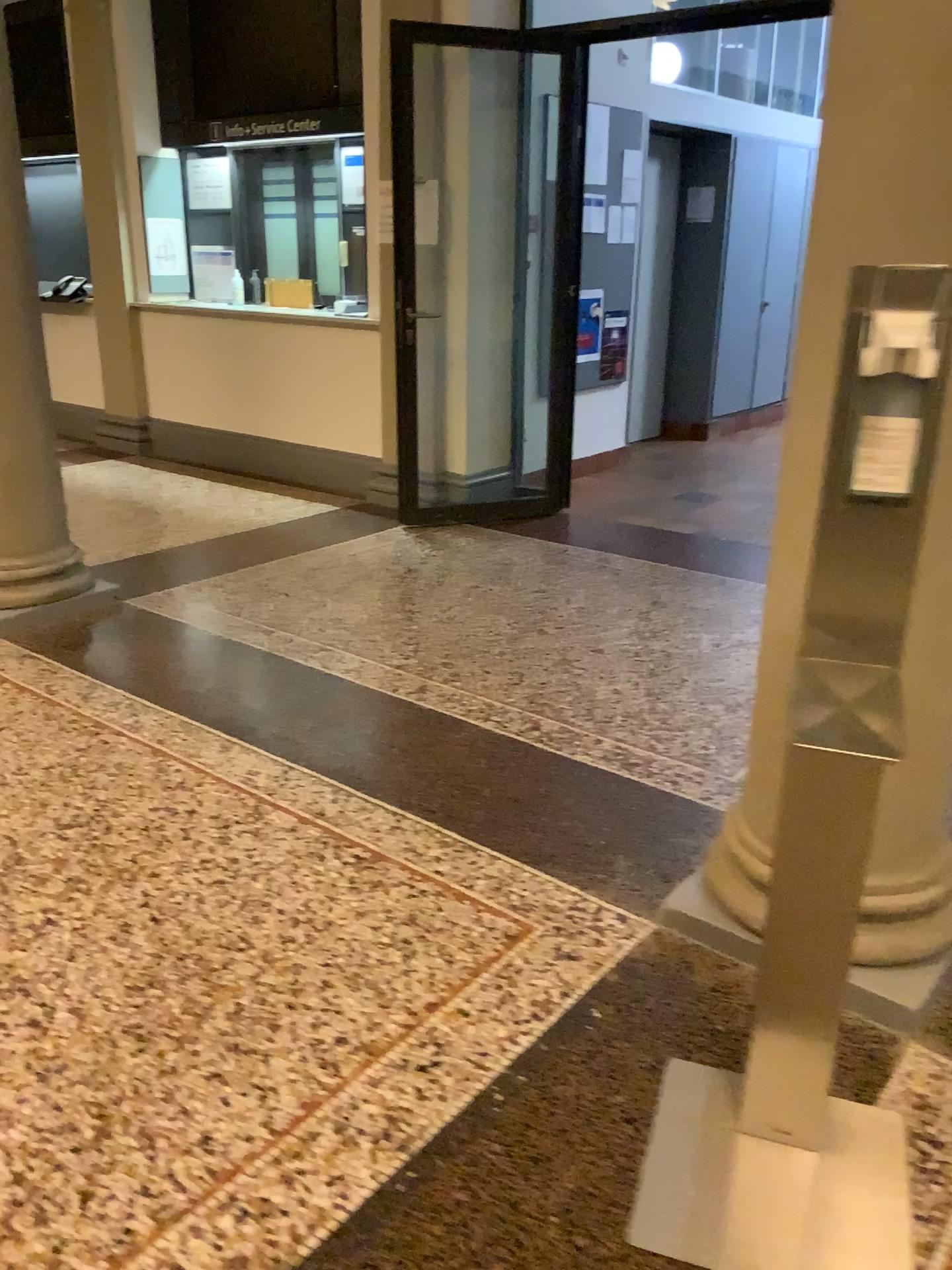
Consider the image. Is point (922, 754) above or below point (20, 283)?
below

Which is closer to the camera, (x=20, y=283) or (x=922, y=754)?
(x=922, y=754)

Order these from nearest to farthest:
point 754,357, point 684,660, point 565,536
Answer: point 684,660, point 565,536, point 754,357

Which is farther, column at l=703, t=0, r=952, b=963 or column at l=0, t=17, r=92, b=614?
column at l=0, t=17, r=92, b=614

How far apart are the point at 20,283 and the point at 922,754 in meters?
3.5 m

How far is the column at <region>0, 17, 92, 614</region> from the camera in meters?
3.8

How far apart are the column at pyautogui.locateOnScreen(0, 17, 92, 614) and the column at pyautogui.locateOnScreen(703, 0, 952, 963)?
2.9m

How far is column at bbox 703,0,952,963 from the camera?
1.5m
